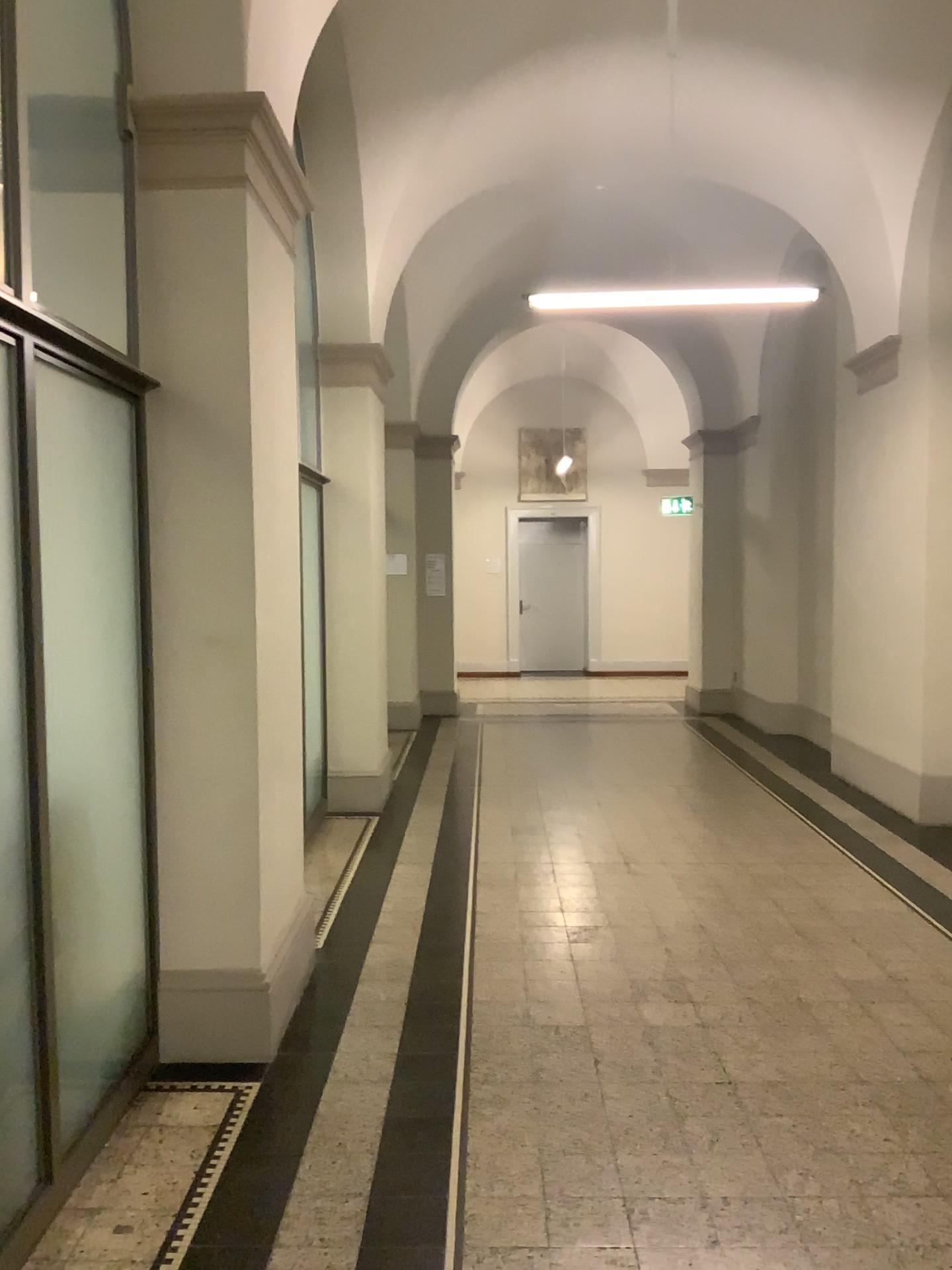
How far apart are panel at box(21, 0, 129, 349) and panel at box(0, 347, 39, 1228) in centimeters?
106cm

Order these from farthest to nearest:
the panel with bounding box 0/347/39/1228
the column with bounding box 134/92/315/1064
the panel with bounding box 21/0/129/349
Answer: the column with bounding box 134/92/315/1064, the panel with bounding box 21/0/129/349, the panel with bounding box 0/347/39/1228

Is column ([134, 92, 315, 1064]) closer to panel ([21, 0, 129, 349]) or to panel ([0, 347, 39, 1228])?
panel ([21, 0, 129, 349])

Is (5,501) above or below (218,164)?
below

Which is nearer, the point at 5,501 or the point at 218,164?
the point at 5,501

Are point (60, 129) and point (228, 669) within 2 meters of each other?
yes

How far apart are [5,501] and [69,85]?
1.4 meters

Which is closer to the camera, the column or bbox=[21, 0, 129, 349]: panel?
bbox=[21, 0, 129, 349]: panel

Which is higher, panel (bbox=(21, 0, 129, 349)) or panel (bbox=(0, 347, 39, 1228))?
panel (bbox=(21, 0, 129, 349))

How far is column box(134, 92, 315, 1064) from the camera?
3.3 meters
